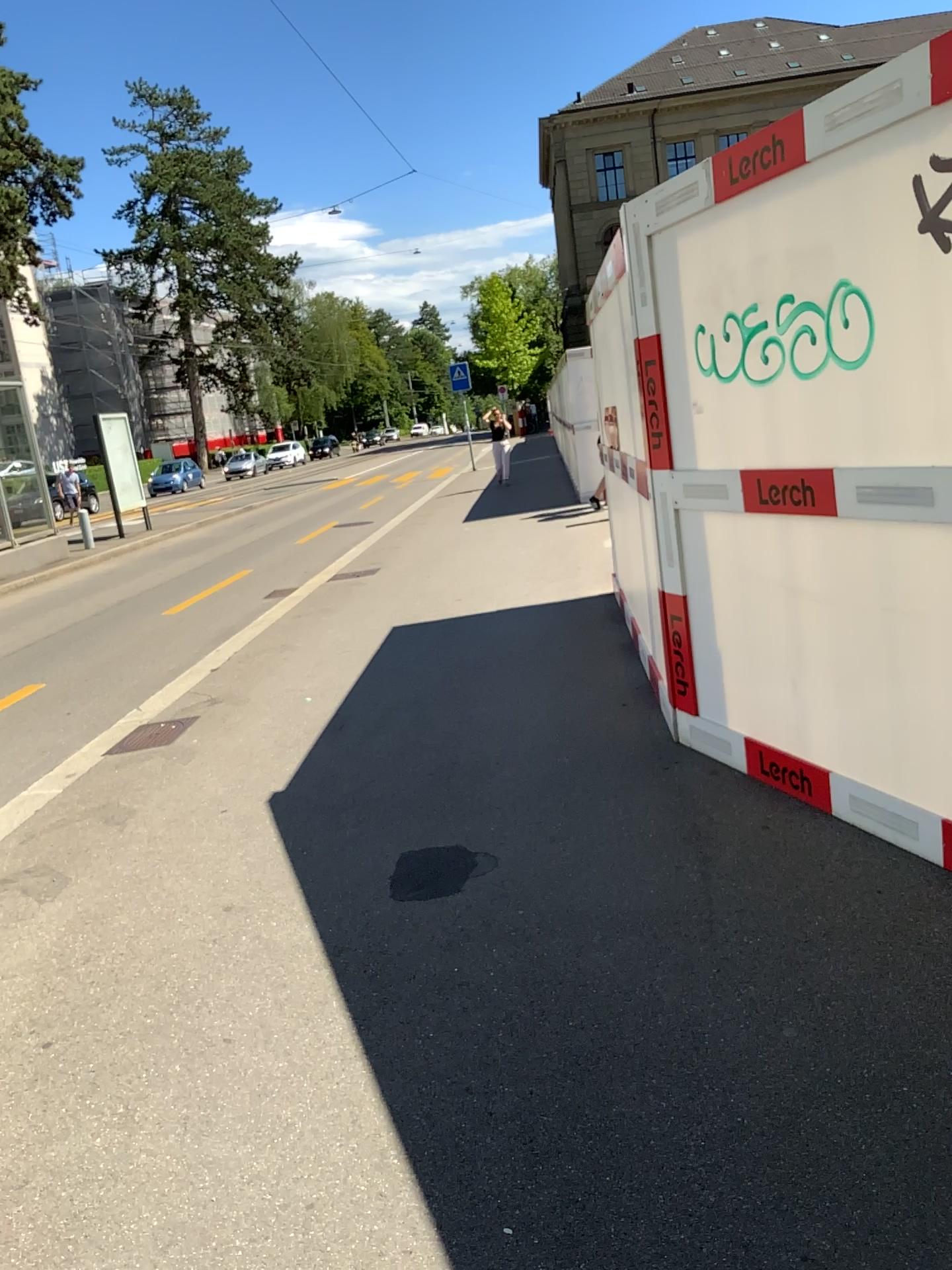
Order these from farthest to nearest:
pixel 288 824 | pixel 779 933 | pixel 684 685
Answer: pixel 684 685, pixel 288 824, pixel 779 933
